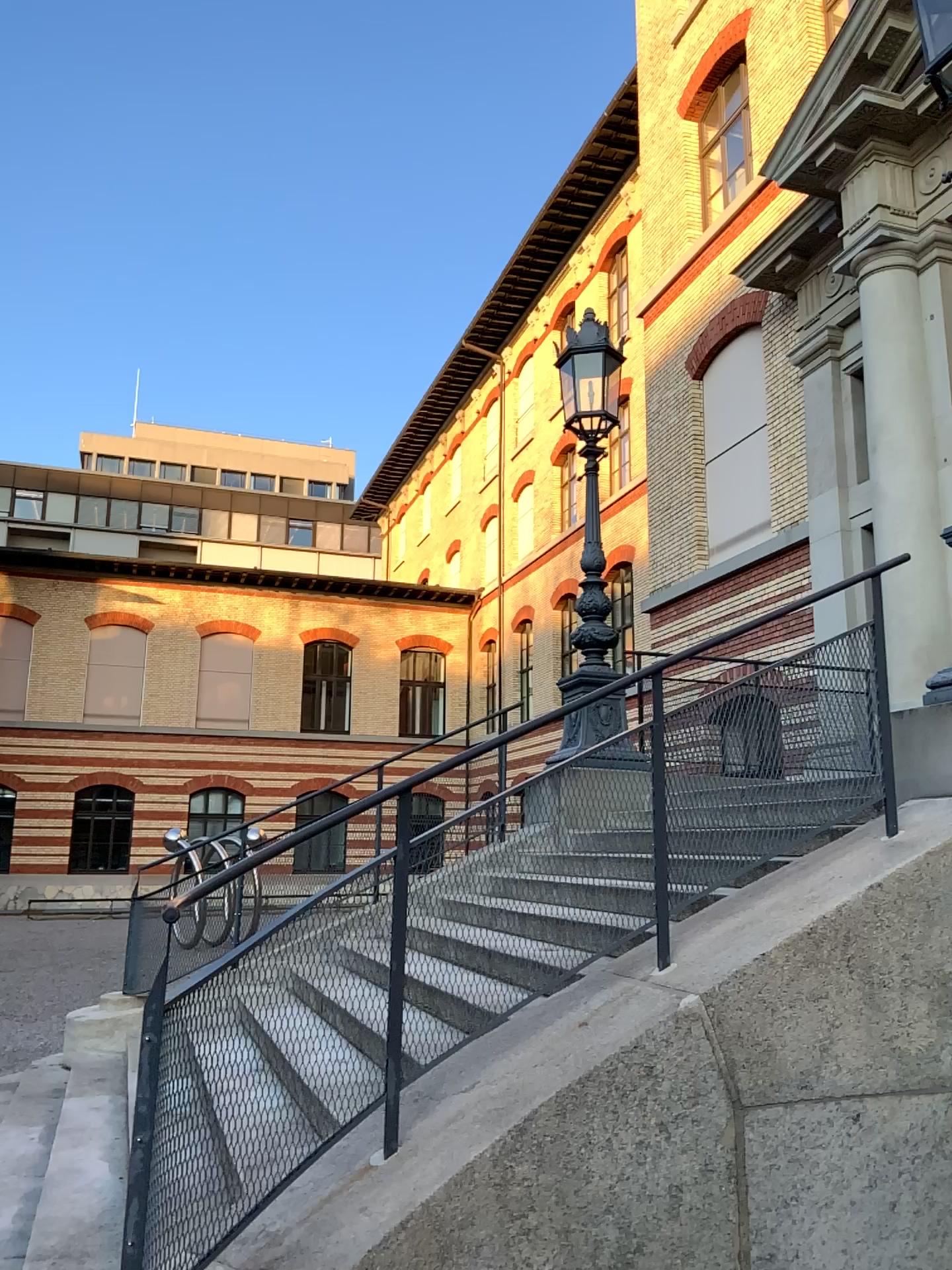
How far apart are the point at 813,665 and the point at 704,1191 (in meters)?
1.83
